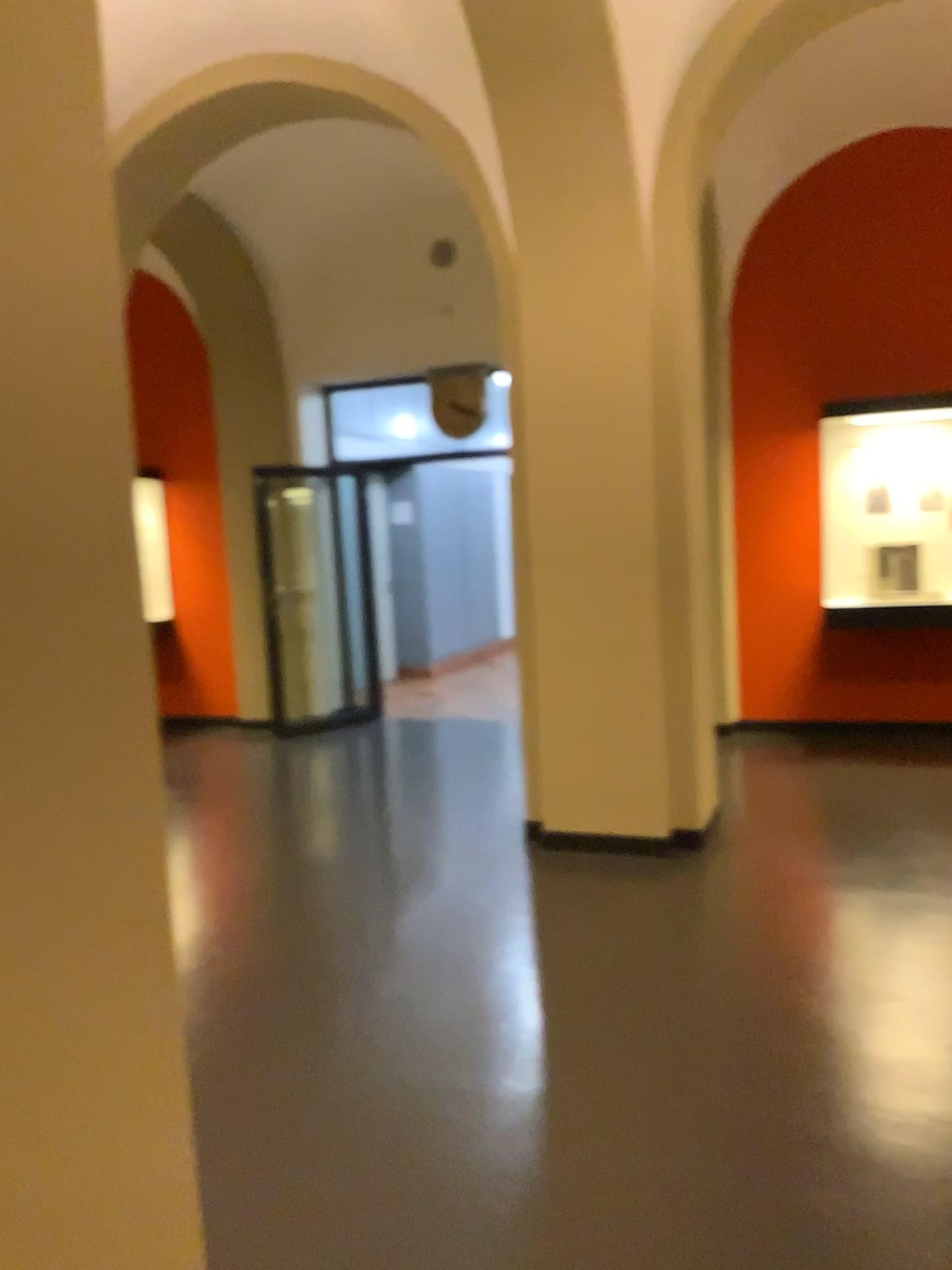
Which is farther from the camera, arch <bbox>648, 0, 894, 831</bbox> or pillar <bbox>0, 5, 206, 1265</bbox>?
arch <bbox>648, 0, 894, 831</bbox>

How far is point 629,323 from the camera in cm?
451

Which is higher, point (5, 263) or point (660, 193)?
point (660, 193)

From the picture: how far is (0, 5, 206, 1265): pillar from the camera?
1.0m

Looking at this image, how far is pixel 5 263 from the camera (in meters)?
0.97

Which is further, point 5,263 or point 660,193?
point 660,193
